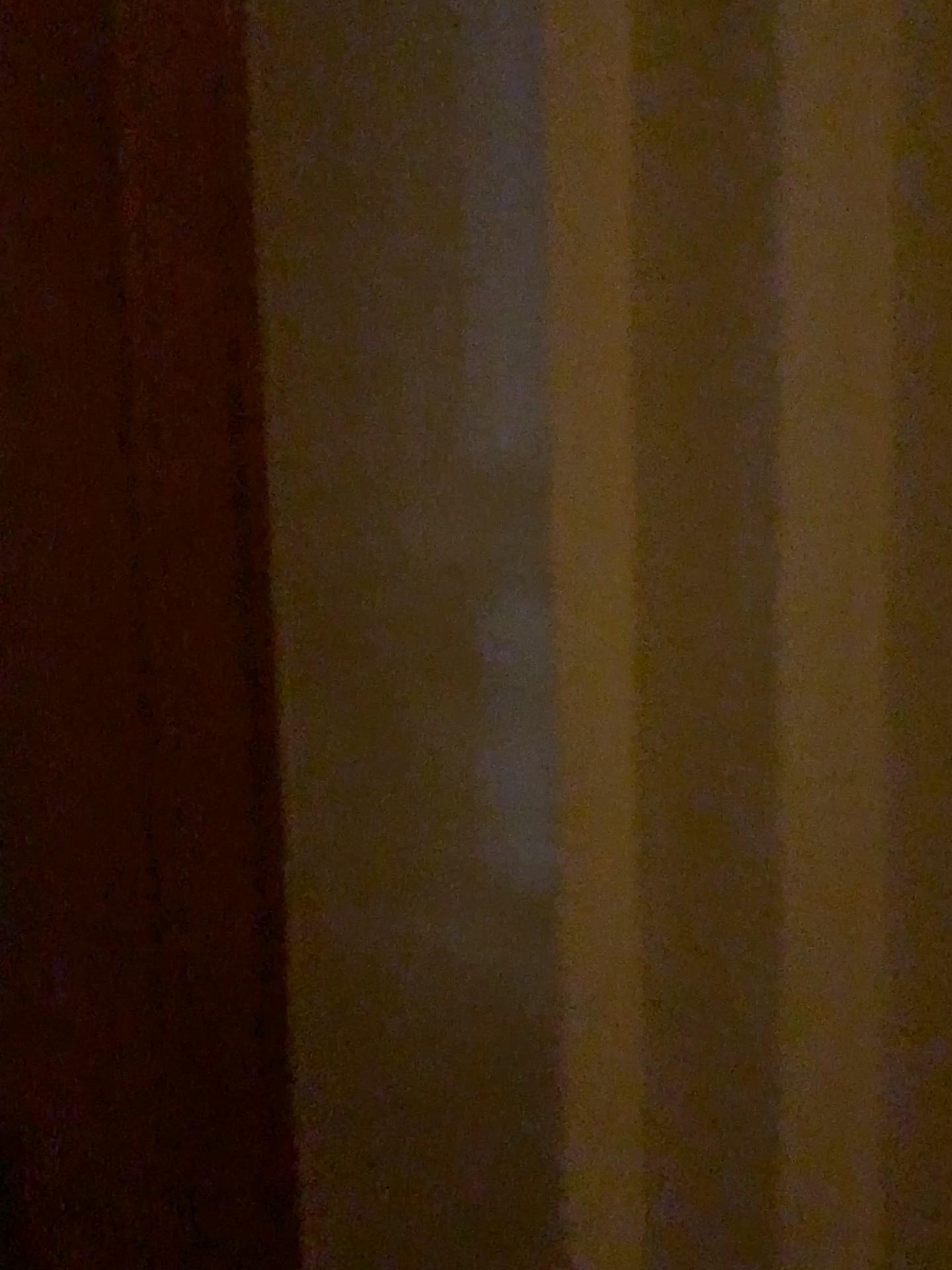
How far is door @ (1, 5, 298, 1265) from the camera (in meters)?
0.93

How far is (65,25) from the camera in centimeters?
93cm

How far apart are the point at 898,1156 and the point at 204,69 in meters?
1.5 m
